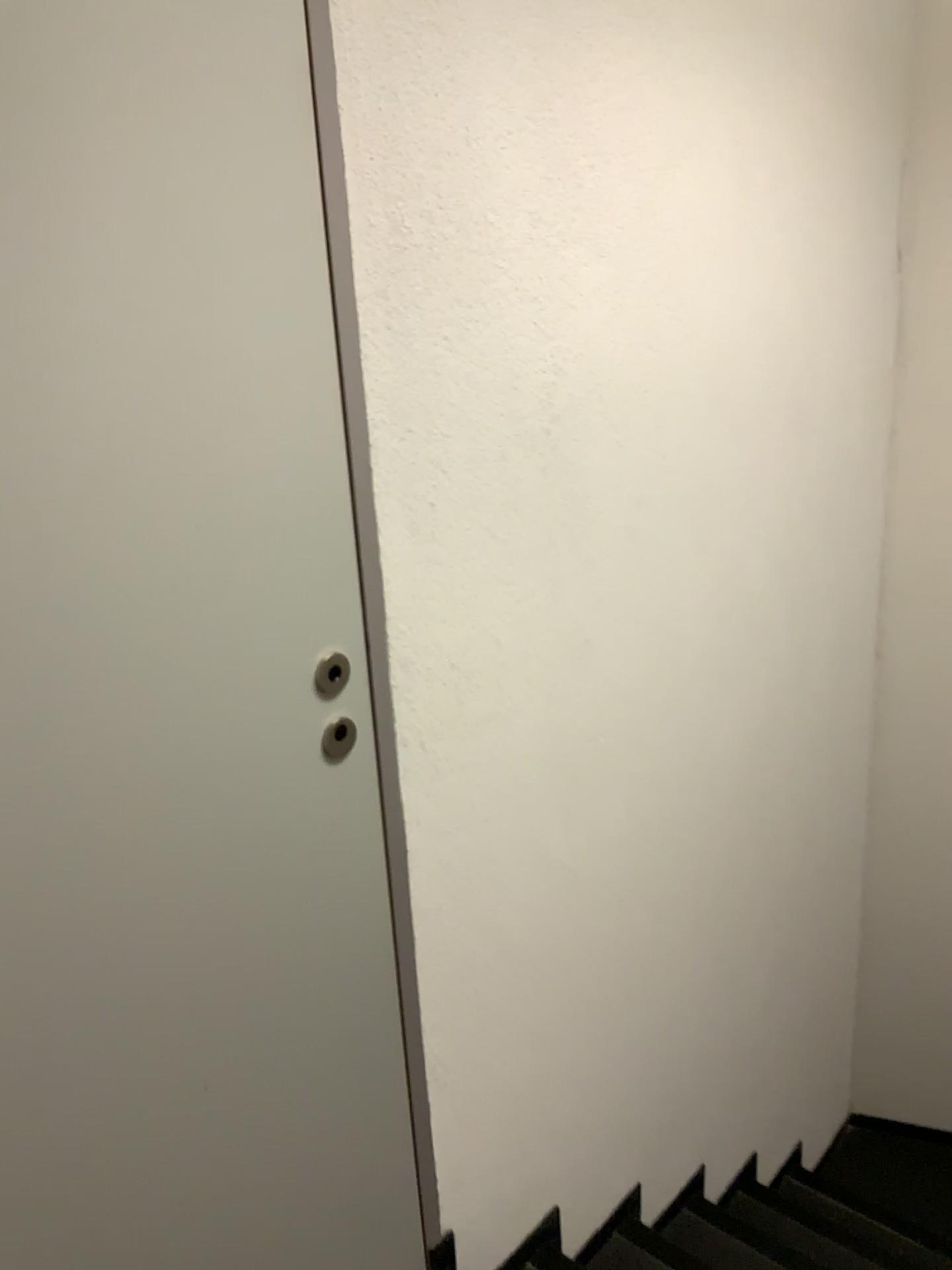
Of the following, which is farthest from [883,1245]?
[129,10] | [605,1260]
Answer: [129,10]

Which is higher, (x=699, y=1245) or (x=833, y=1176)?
(x=699, y=1245)

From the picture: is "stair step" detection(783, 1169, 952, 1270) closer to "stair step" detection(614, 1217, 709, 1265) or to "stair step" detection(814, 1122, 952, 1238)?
"stair step" detection(814, 1122, 952, 1238)

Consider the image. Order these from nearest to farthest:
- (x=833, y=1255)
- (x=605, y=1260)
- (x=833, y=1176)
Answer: (x=605, y=1260) → (x=833, y=1255) → (x=833, y=1176)

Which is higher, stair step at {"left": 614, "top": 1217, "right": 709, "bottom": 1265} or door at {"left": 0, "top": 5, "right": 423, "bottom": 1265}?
door at {"left": 0, "top": 5, "right": 423, "bottom": 1265}

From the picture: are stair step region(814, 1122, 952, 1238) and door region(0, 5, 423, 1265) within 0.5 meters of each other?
no

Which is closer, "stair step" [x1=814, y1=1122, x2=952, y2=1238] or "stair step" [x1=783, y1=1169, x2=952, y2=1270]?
"stair step" [x1=783, y1=1169, x2=952, y2=1270]

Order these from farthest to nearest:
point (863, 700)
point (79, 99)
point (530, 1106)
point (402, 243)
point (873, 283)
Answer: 1. point (863, 700)
2. point (873, 283)
3. point (530, 1106)
4. point (402, 243)
5. point (79, 99)

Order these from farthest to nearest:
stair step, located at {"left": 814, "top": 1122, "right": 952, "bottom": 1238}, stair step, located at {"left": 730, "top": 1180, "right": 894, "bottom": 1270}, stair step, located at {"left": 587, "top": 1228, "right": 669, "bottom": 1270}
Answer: stair step, located at {"left": 814, "top": 1122, "right": 952, "bottom": 1238} → stair step, located at {"left": 730, "top": 1180, "right": 894, "bottom": 1270} → stair step, located at {"left": 587, "top": 1228, "right": 669, "bottom": 1270}

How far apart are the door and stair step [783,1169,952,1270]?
1.6 meters
